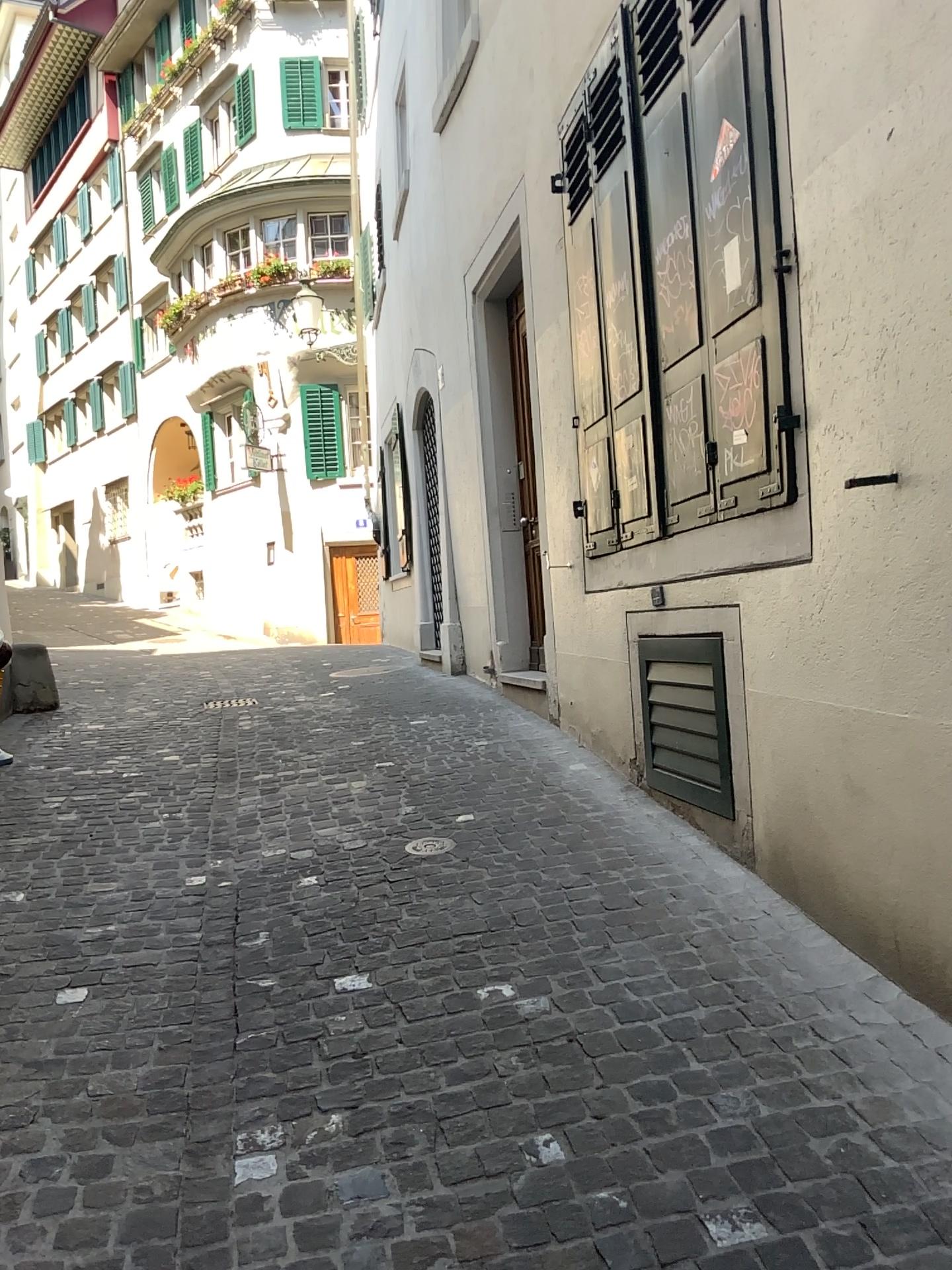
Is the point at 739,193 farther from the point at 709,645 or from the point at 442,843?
the point at 442,843

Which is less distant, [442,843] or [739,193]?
[739,193]

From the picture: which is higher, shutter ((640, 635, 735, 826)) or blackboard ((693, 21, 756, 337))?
blackboard ((693, 21, 756, 337))

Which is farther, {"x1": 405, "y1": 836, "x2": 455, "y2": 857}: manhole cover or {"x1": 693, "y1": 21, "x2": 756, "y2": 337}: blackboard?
{"x1": 405, "y1": 836, "x2": 455, "y2": 857}: manhole cover

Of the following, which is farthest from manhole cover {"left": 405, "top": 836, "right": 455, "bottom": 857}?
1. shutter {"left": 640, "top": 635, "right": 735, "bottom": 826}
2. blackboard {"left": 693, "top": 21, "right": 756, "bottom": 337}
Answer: blackboard {"left": 693, "top": 21, "right": 756, "bottom": 337}

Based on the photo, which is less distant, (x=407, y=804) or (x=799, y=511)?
(x=799, y=511)

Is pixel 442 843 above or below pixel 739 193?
below

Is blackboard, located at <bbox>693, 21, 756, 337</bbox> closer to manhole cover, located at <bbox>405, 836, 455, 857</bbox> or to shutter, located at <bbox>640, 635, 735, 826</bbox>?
shutter, located at <bbox>640, 635, 735, 826</bbox>
